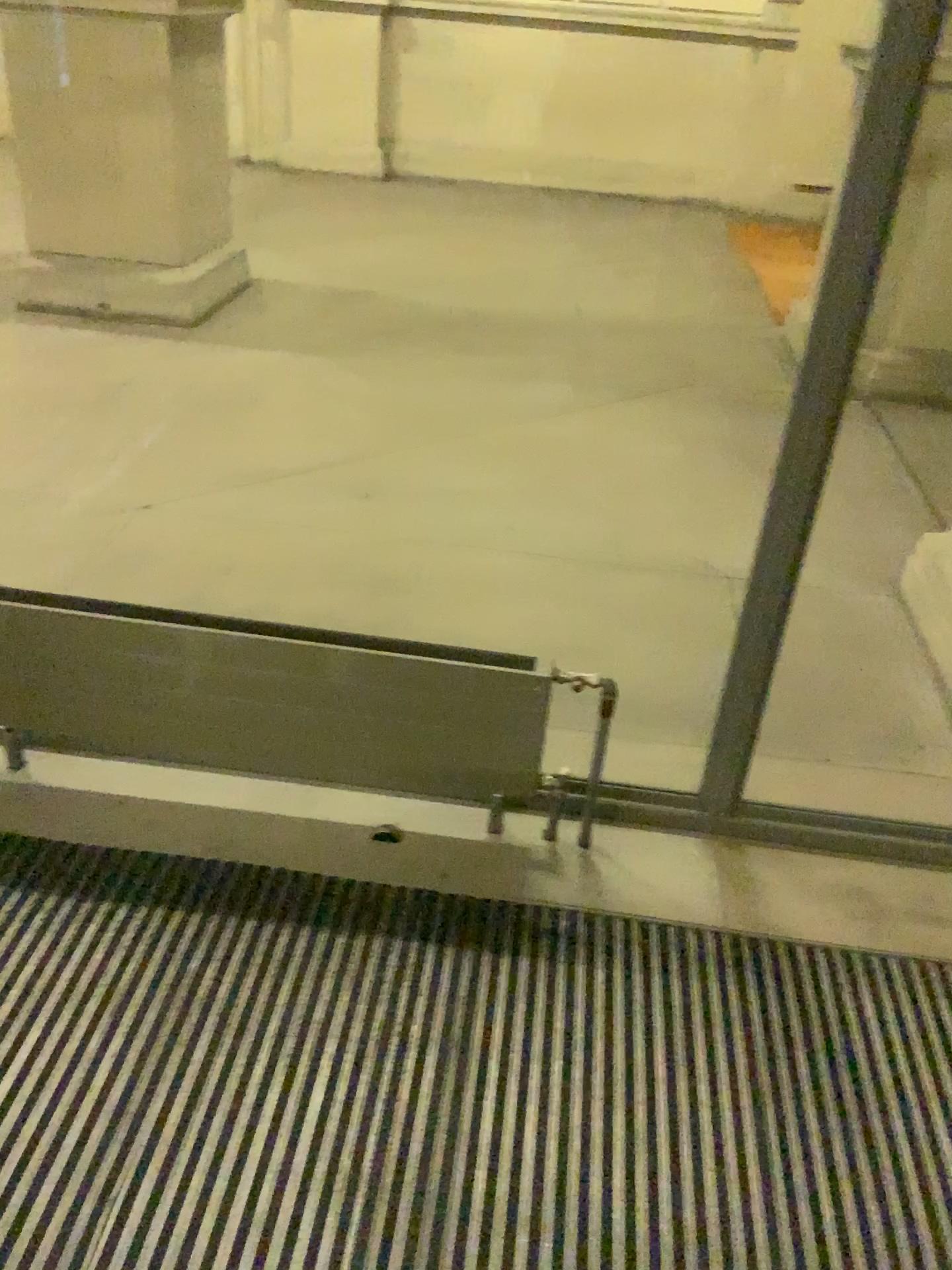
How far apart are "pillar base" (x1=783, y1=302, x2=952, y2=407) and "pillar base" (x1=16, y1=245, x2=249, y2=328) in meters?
2.9 m

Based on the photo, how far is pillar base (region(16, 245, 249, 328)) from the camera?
4.7 meters

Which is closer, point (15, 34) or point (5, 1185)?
point (5, 1185)

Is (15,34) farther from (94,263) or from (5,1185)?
(5,1185)

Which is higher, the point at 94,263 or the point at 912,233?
the point at 912,233

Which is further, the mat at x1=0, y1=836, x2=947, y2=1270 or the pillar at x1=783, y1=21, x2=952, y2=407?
the pillar at x1=783, y1=21, x2=952, y2=407

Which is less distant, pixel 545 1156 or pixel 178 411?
pixel 545 1156

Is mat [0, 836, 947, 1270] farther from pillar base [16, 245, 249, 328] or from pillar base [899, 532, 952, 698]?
pillar base [16, 245, 249, 328]

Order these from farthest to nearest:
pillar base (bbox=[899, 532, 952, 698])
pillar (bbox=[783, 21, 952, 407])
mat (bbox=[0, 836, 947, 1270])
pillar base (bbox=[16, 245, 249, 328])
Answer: pillar base (bbox=[16, 245, 249, 328])
pillar (bbox=[783, 21, 952, 407])
pillar base (bbox=[899, 532, 952, 698])
mat (bbox=[0, 836, 947, 1270])

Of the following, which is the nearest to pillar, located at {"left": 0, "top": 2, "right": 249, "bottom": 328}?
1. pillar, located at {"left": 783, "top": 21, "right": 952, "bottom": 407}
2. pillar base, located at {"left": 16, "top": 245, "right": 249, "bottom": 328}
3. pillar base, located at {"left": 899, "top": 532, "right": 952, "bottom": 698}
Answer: pillar base, located at {"left": 16, "top": 245, "right": 249, "bottom": 328}
